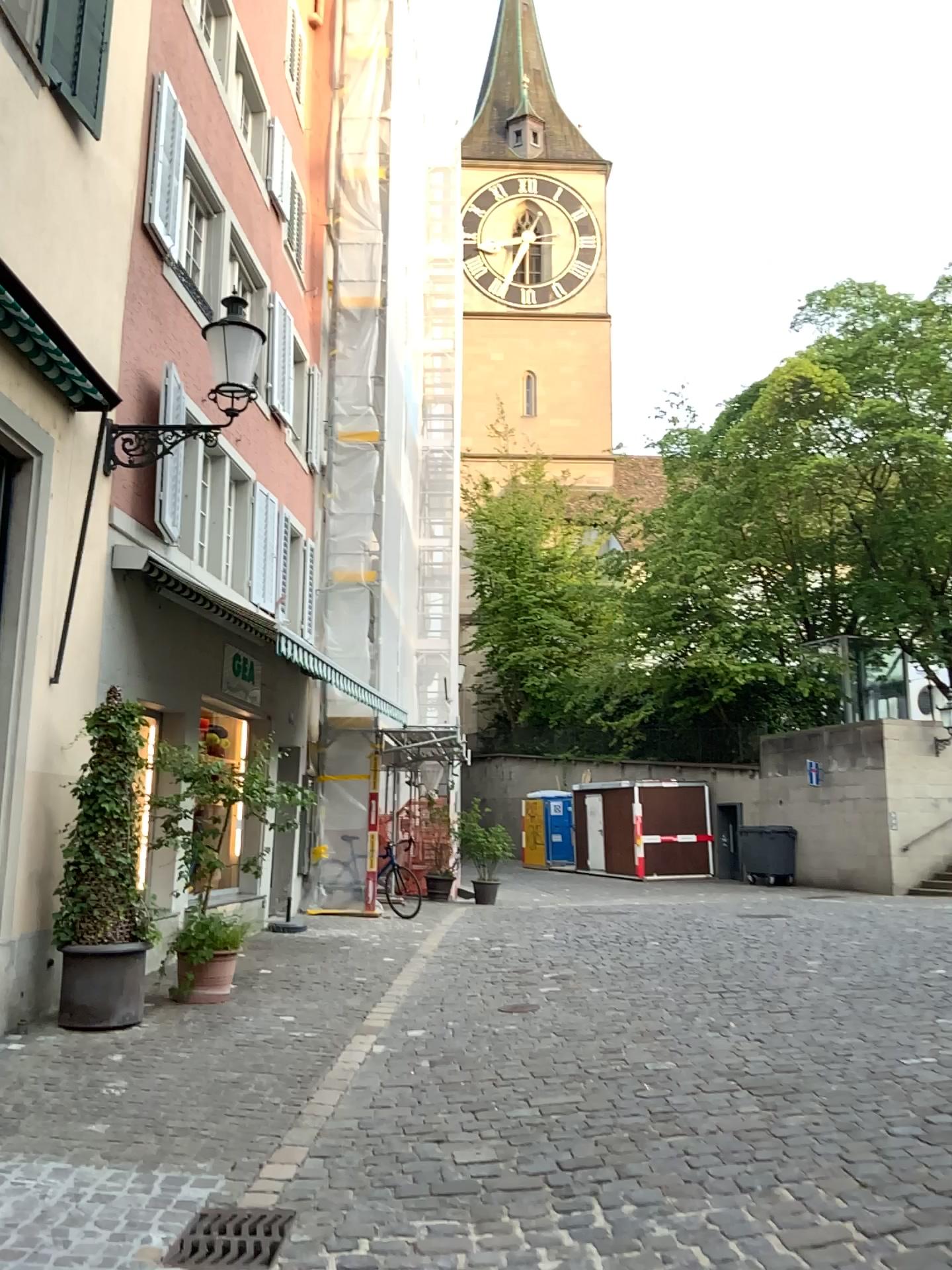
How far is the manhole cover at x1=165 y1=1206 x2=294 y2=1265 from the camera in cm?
363

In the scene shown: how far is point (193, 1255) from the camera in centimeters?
363cm

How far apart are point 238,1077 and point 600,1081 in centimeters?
187cm
